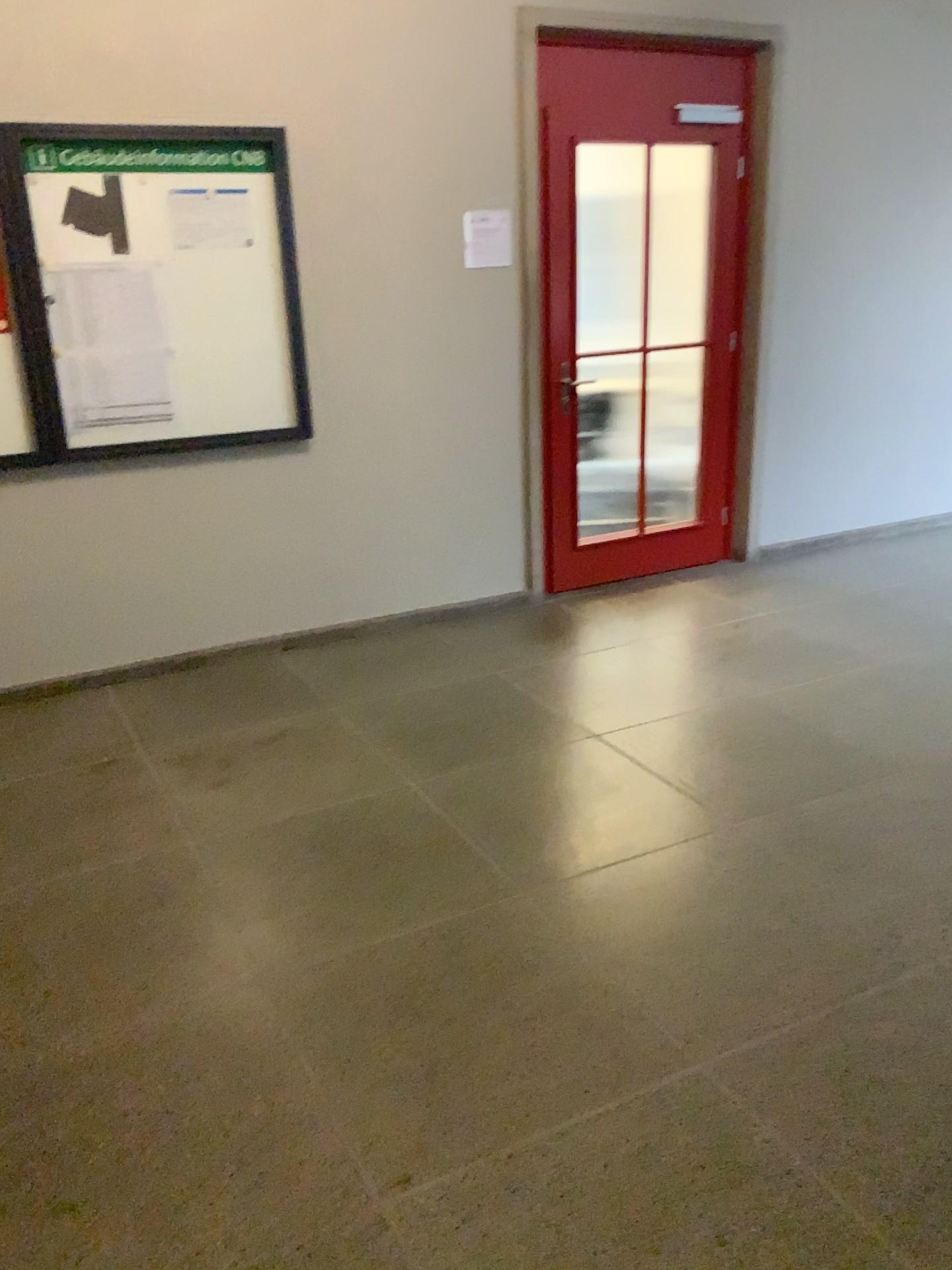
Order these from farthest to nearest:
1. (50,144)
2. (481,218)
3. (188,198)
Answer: (481,218), (188,198), (50,144)

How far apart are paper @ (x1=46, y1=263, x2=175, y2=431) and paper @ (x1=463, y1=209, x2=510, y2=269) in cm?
131

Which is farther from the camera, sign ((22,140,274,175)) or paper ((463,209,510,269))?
paper ((463,209,510,269))

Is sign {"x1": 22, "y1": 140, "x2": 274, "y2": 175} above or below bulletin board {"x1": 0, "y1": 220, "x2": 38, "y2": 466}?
above

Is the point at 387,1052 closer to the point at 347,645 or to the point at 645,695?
the point at 645,695

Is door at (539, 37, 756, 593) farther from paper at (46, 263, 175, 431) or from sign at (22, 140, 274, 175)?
paper at (46, 263, 175, 431)

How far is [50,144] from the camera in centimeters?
354cm

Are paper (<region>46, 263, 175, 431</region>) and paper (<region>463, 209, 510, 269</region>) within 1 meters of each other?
no

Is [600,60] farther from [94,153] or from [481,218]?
[94,153]

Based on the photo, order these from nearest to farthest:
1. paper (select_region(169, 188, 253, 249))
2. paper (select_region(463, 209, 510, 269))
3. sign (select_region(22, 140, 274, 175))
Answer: sign (select_region(22, 140, 274, 175)), paper (select_region(169, 188, 253, 249)), paper (select_region(463, 209, 510, 269))
